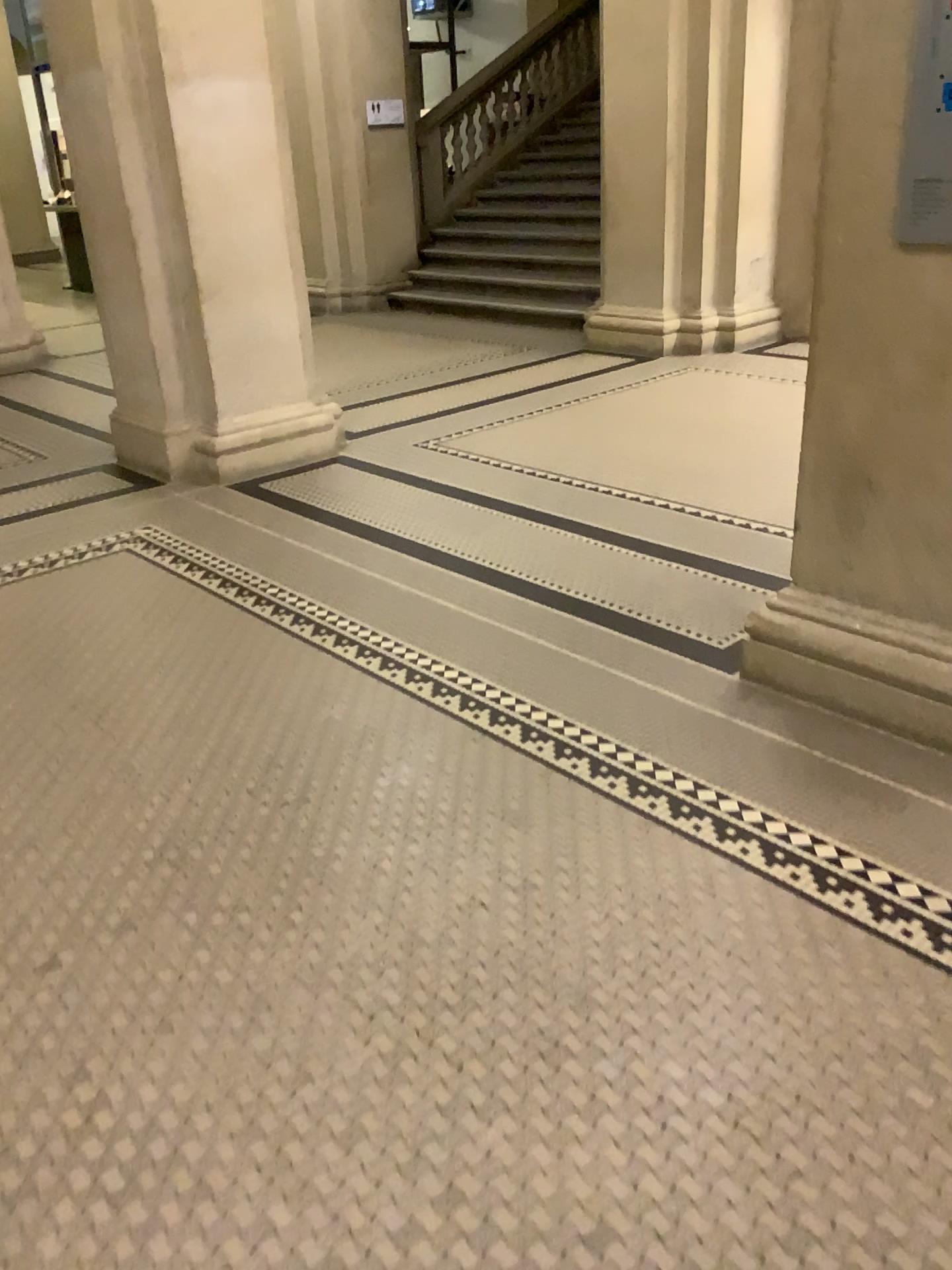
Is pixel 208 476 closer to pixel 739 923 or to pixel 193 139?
pixel 193 139
